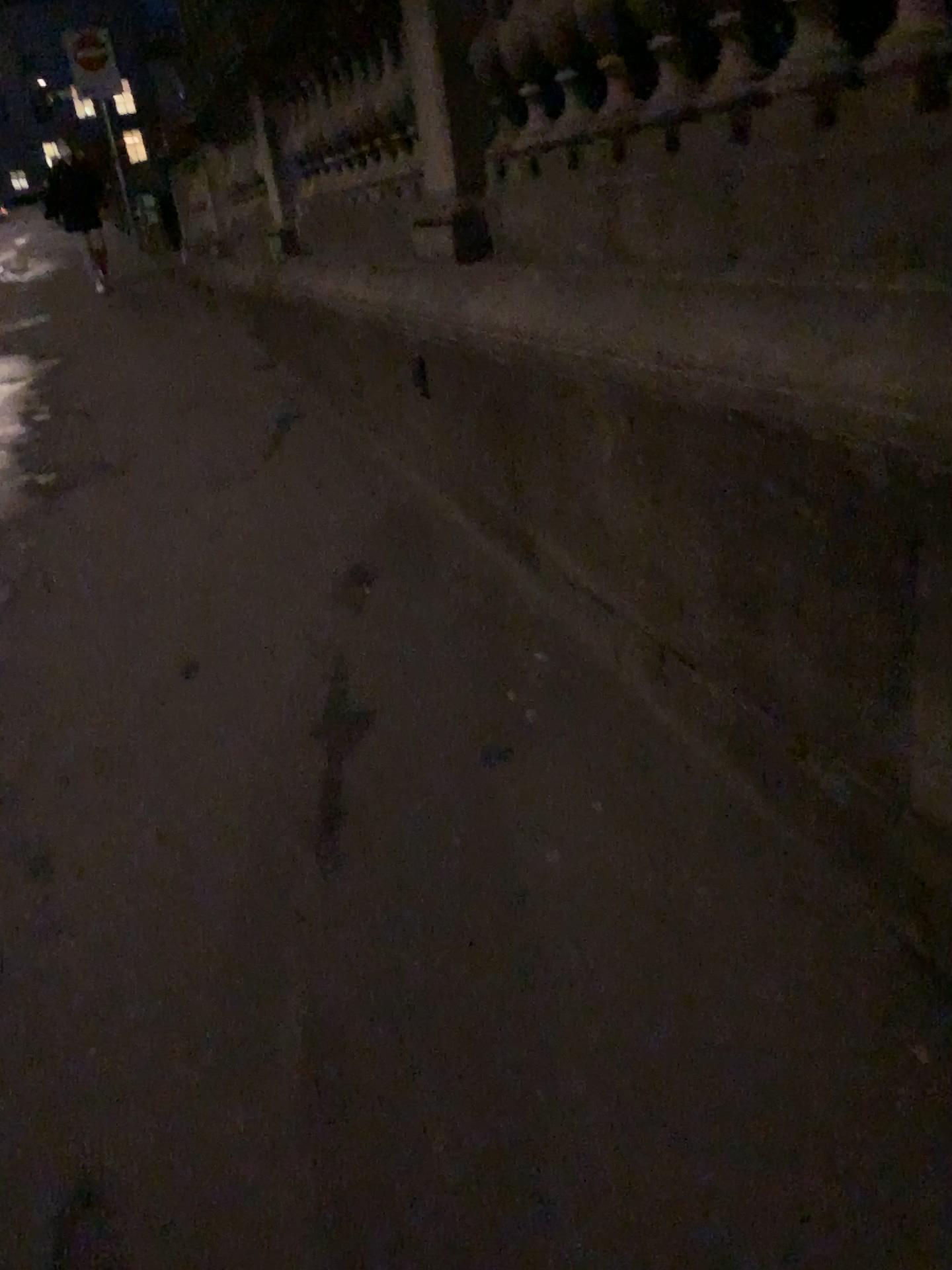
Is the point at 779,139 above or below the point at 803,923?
above
